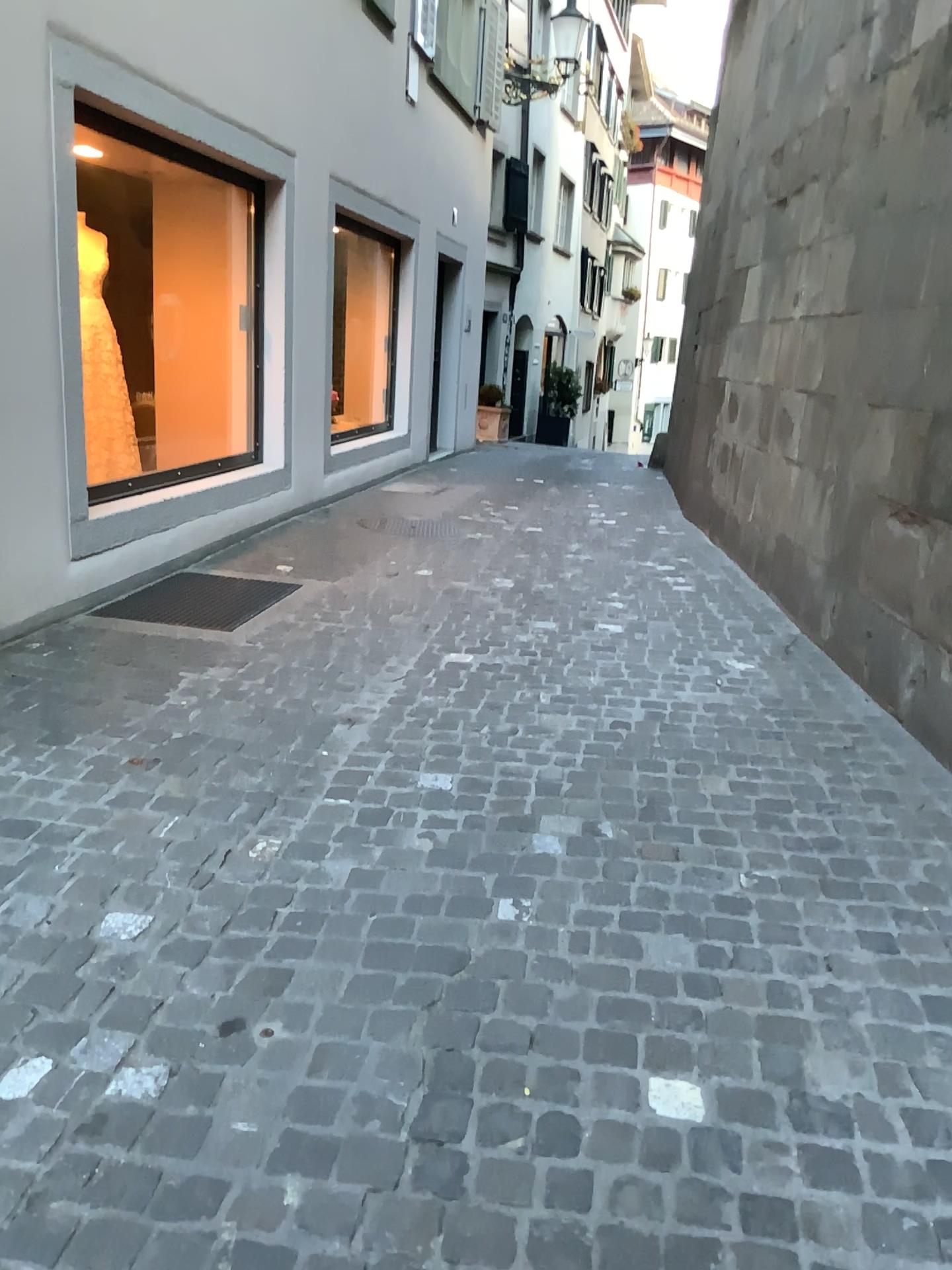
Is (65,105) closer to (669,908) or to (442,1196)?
(669,908)
